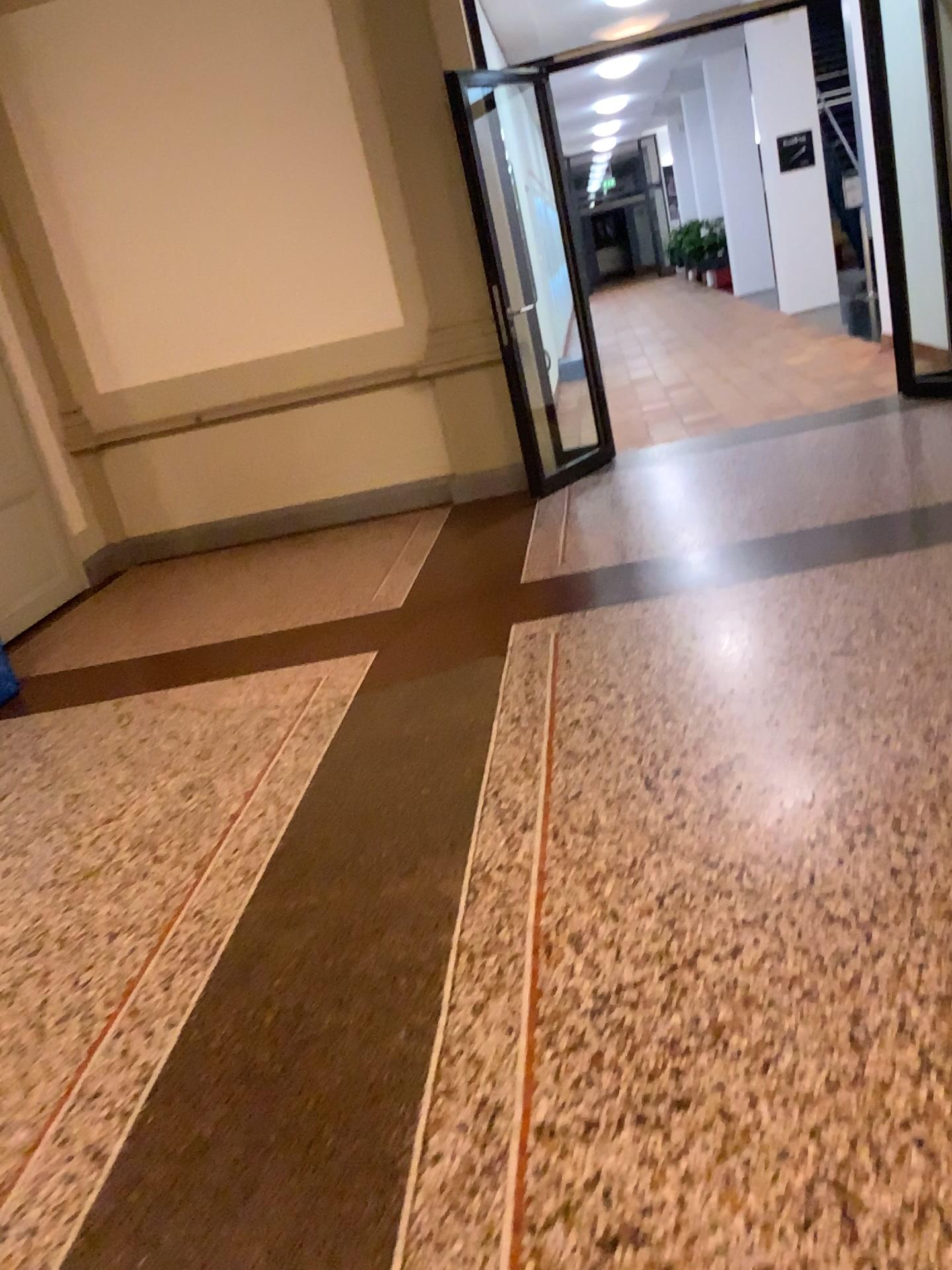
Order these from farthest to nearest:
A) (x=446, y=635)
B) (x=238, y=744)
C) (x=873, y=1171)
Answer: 1. (x=446, y=635)
2. (x=238, y=744)
3. (x=873, y=1171)
